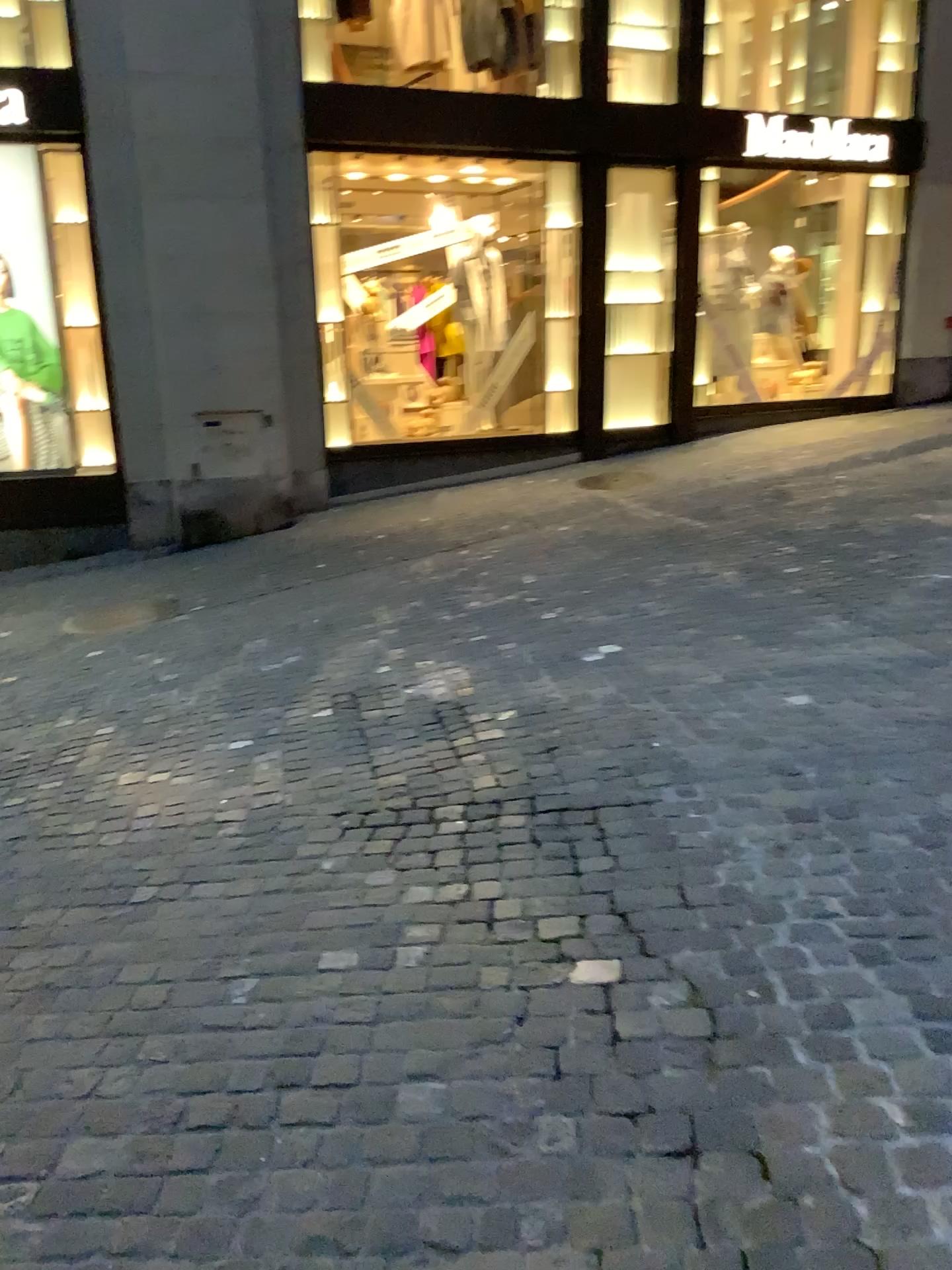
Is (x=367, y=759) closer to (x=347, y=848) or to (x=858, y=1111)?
(x=347, y=848)
